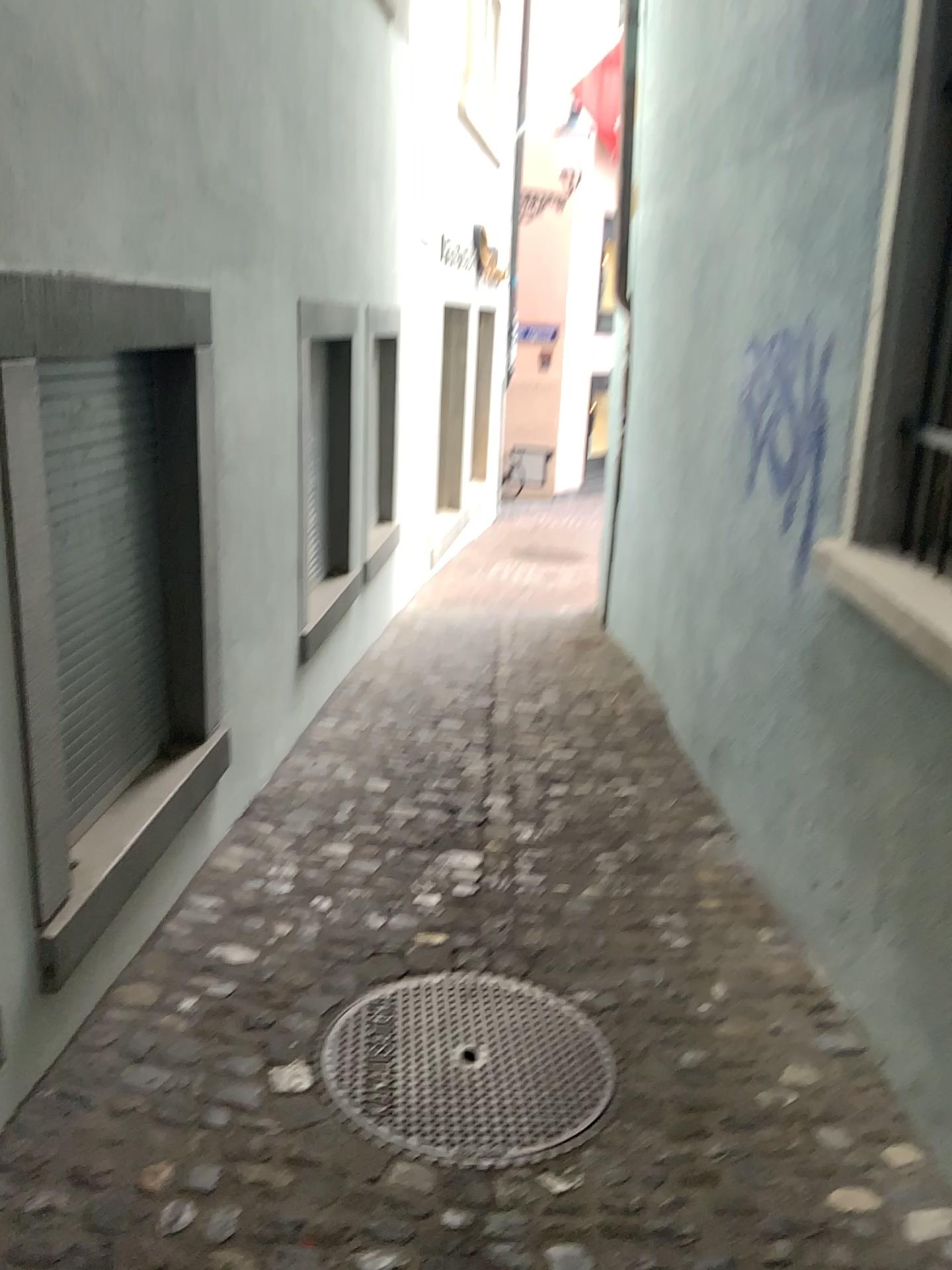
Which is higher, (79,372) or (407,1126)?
(79,372)

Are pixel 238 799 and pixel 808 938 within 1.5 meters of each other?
no

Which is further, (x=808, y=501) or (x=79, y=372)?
(x=808, y=501)

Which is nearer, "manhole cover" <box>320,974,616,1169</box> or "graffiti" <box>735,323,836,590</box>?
"manhole cover" <box>320,974,616,1169</box>

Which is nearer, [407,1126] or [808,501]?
[407,1126]

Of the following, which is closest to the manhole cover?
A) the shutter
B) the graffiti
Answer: the shutter

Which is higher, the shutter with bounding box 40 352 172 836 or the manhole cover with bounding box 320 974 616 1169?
the shutter with bounding box 40 352 172 836

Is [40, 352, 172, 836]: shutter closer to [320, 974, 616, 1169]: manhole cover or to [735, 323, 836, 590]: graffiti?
[320, 974, 616, 1169]: manhole cover

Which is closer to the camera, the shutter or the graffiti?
the shutter
